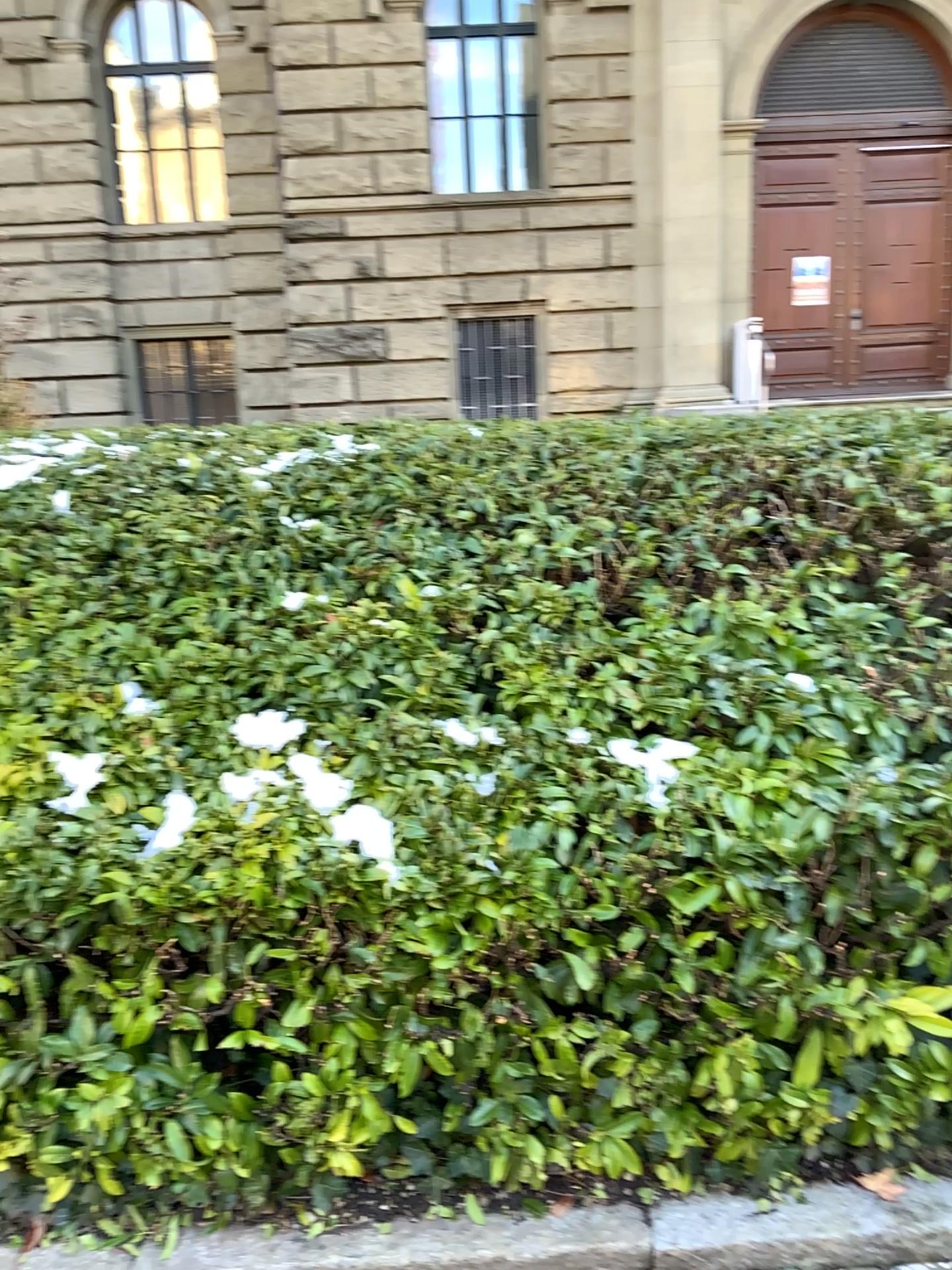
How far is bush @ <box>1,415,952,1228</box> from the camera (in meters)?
2.03

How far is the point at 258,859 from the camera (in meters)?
2.03

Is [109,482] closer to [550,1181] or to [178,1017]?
[178,1017]
